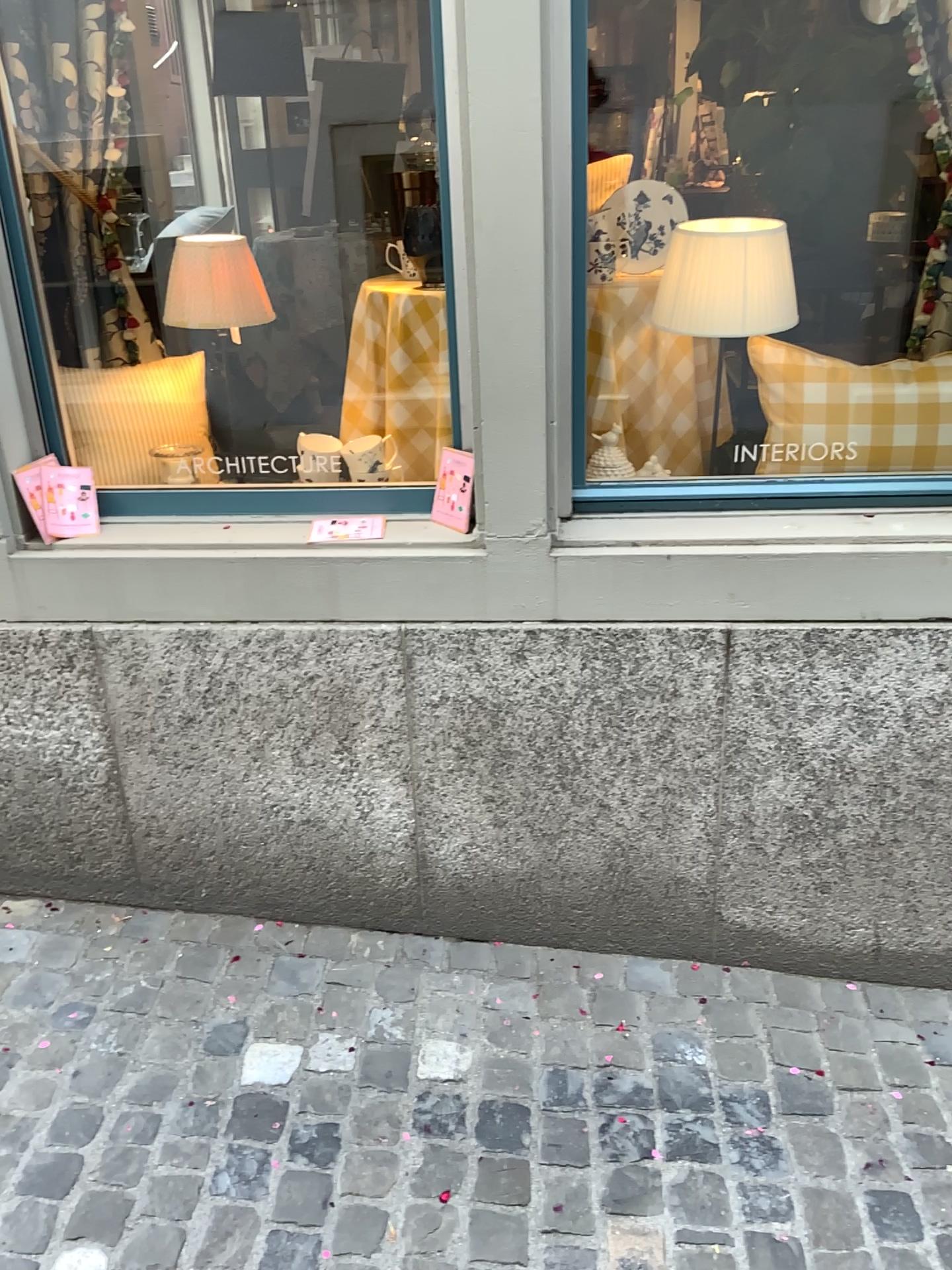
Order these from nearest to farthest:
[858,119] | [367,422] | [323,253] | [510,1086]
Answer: [510,1086] < [367,422] < [858,119] < [323,253]

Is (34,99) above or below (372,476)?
above

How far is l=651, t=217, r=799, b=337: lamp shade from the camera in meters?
1.9

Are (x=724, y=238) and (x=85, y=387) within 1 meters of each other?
no

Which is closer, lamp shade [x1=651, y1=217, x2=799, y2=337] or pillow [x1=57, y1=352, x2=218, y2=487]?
lamp shade [x1=651, y1=217, x2=799, y2=337]

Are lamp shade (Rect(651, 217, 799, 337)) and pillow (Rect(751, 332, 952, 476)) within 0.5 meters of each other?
yes

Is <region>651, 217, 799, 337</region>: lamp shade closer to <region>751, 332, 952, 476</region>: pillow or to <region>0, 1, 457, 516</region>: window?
<region>751, 332, 952, 476</region>: pillow

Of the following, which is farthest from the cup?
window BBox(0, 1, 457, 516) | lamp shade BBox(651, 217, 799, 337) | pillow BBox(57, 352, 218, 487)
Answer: lamp shade BBox(651, 217, 799, 337)

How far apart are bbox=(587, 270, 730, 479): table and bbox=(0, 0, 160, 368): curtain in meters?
1.0 m

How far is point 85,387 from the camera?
2.2m
